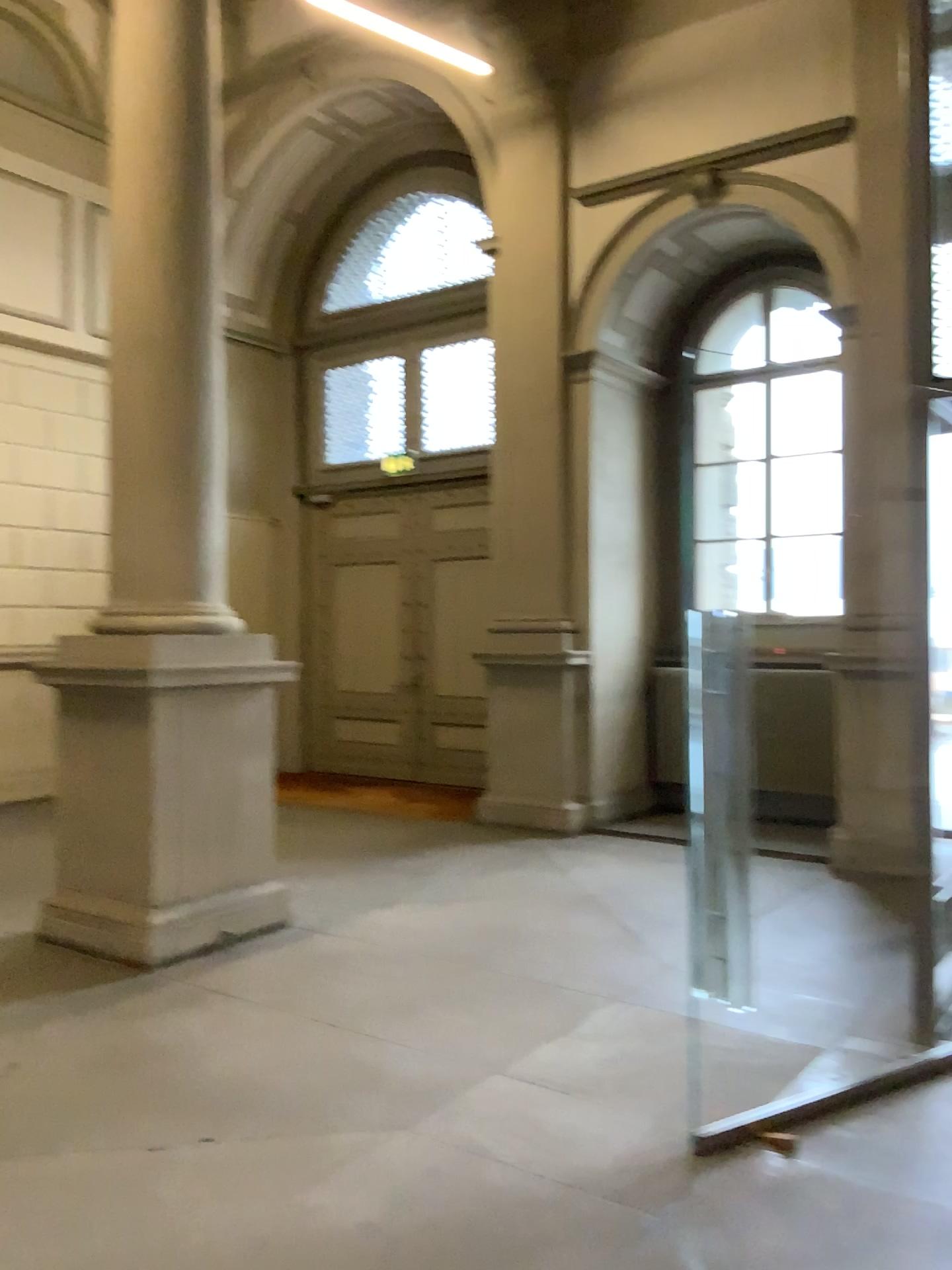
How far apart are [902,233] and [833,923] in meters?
3.0
